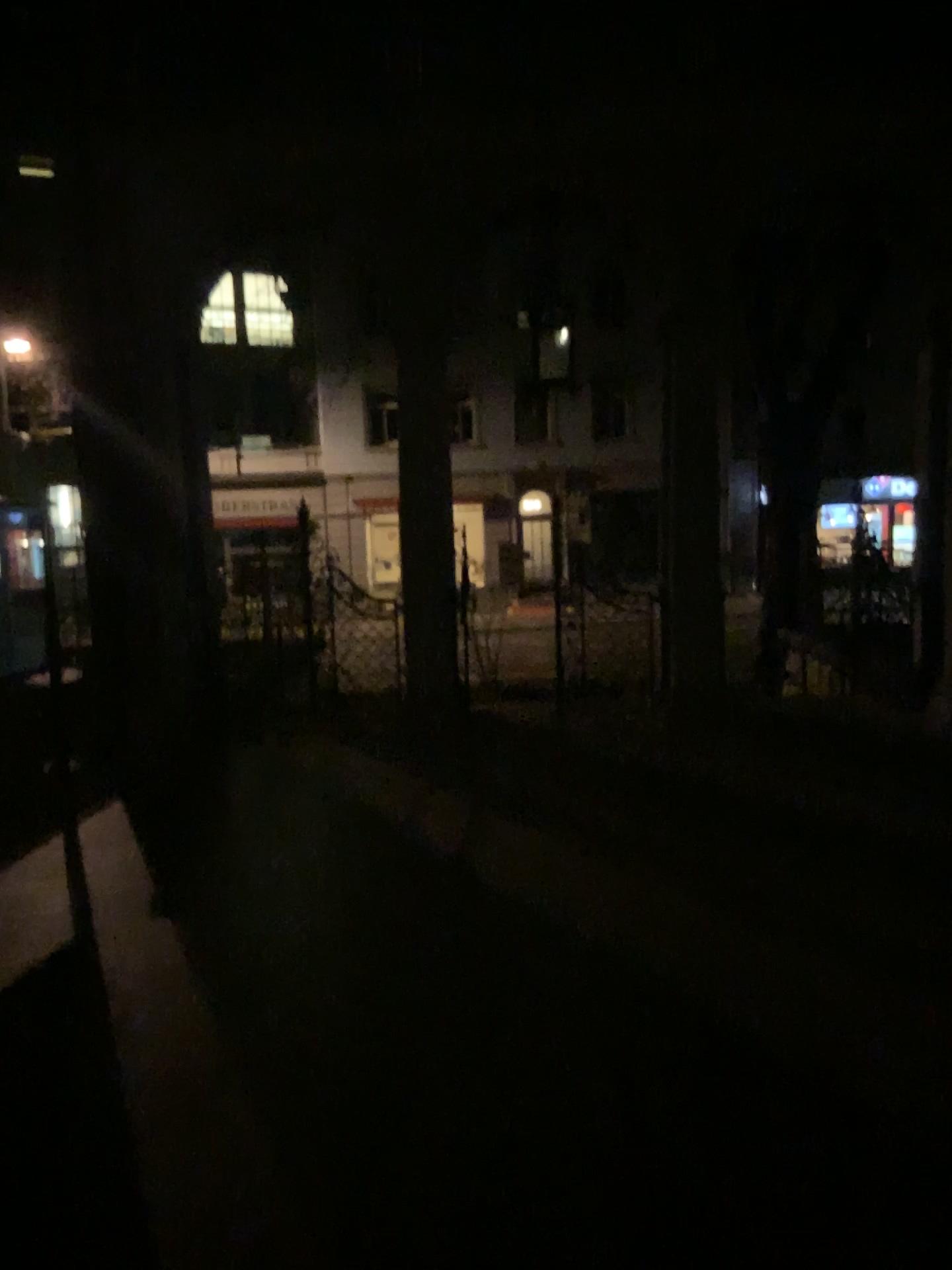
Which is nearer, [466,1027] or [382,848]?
[466,1027]
